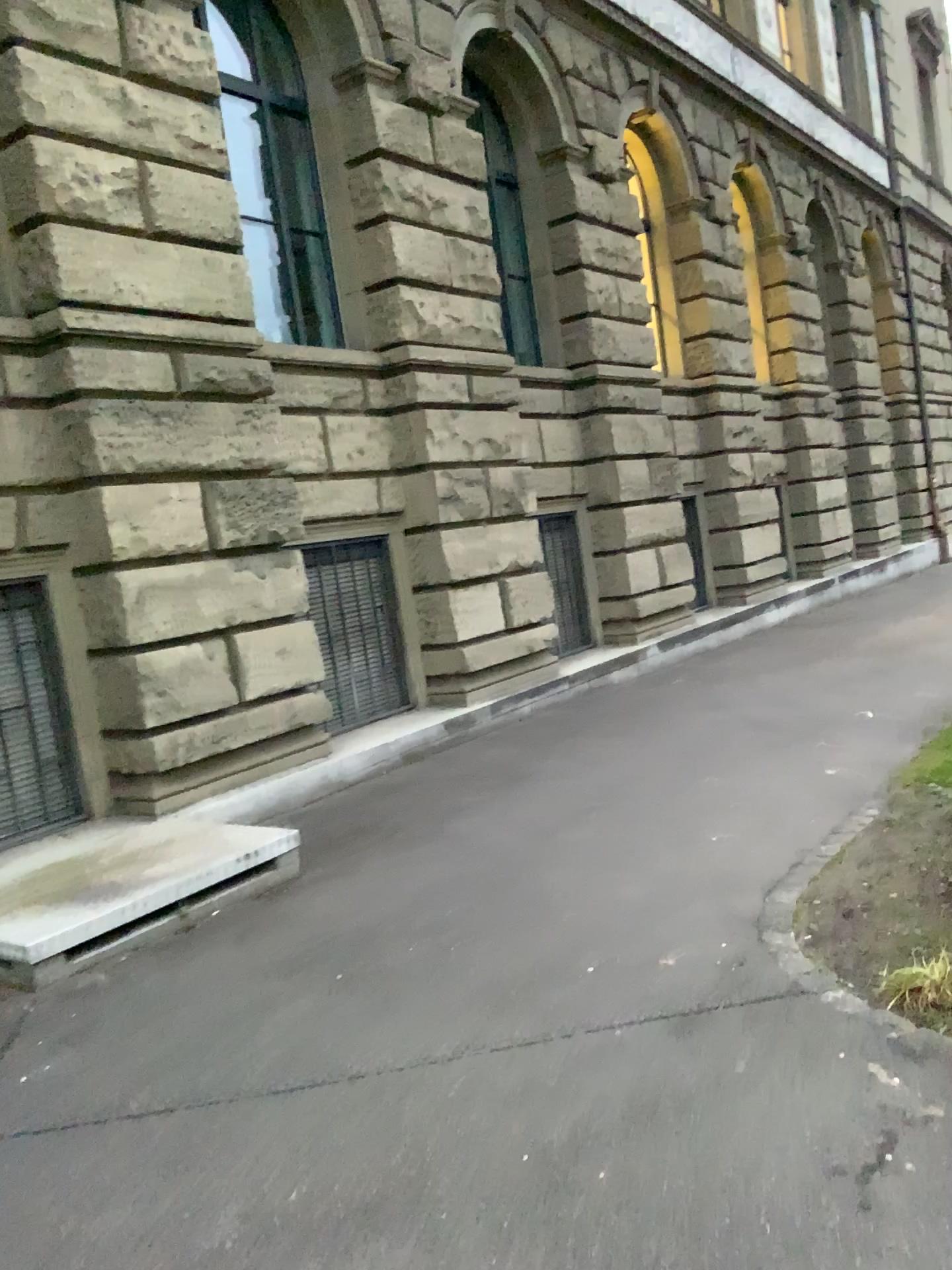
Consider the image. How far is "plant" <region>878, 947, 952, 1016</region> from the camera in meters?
3.3 m

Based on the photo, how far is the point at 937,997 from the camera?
3.3 meters

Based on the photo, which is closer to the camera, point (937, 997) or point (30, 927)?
point (937, 997)

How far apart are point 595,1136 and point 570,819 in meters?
3.1 m

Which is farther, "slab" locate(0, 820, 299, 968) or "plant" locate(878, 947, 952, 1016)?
"slab" locate(0, 820, 299, 968)
